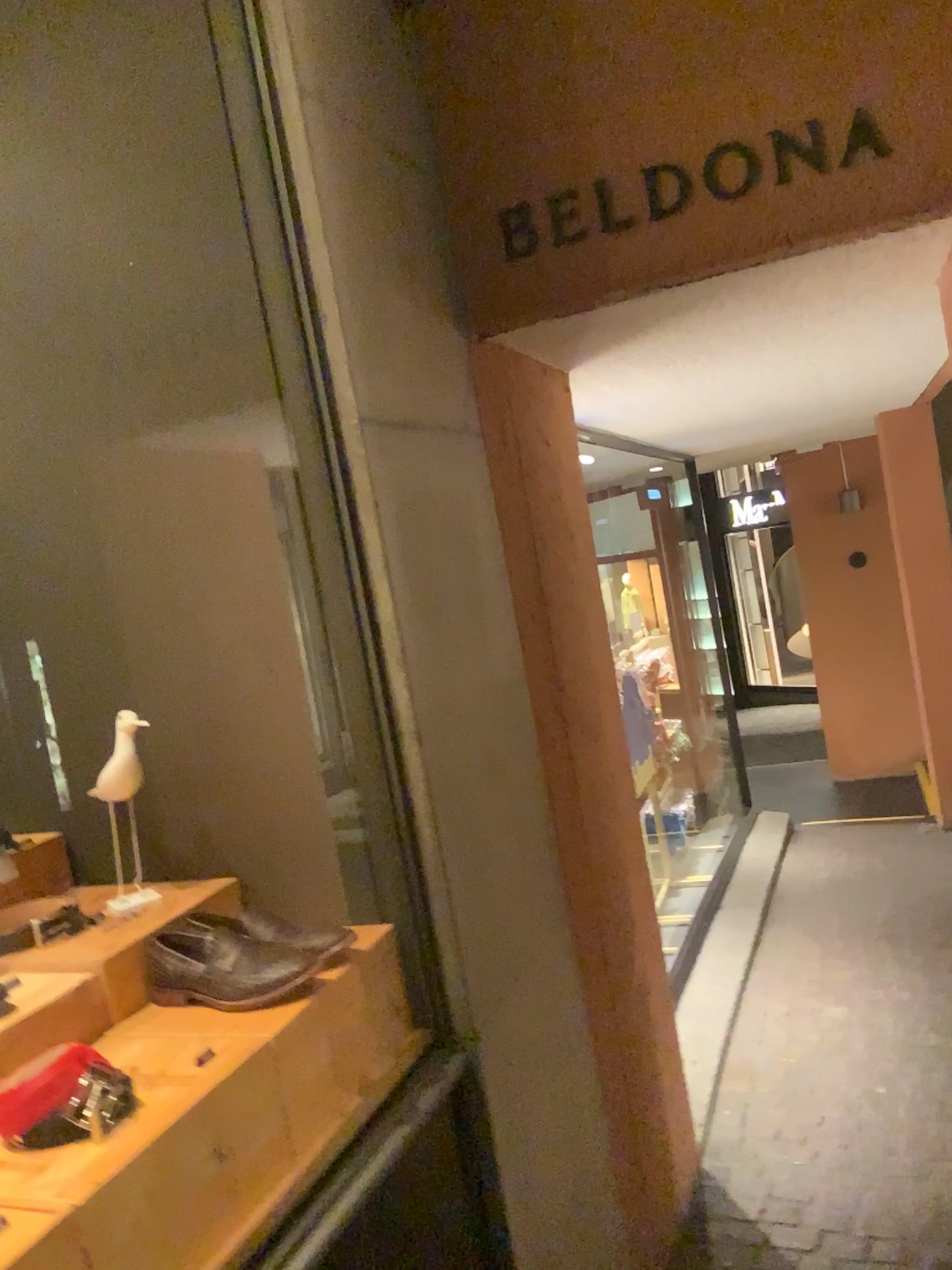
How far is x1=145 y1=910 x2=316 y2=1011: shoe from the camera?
1.5m

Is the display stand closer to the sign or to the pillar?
the pillar

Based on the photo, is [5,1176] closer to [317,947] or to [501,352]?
[317,947]

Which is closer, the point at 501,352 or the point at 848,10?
the point at 848,10

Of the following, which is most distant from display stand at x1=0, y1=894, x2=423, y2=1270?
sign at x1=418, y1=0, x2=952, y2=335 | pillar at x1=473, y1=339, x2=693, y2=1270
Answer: sign at x1=418, y1=0, x2=952, y2=335

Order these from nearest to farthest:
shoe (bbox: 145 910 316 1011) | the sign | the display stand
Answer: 1. the display stand
2. shoe (bbox: 145 910 316 1011)
3. the sign

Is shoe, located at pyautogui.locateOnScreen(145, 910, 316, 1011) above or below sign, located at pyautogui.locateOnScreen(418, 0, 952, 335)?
below

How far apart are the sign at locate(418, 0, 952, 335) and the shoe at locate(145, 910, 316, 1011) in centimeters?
122cm

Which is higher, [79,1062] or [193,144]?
[193,144]

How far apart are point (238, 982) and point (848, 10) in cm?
186
